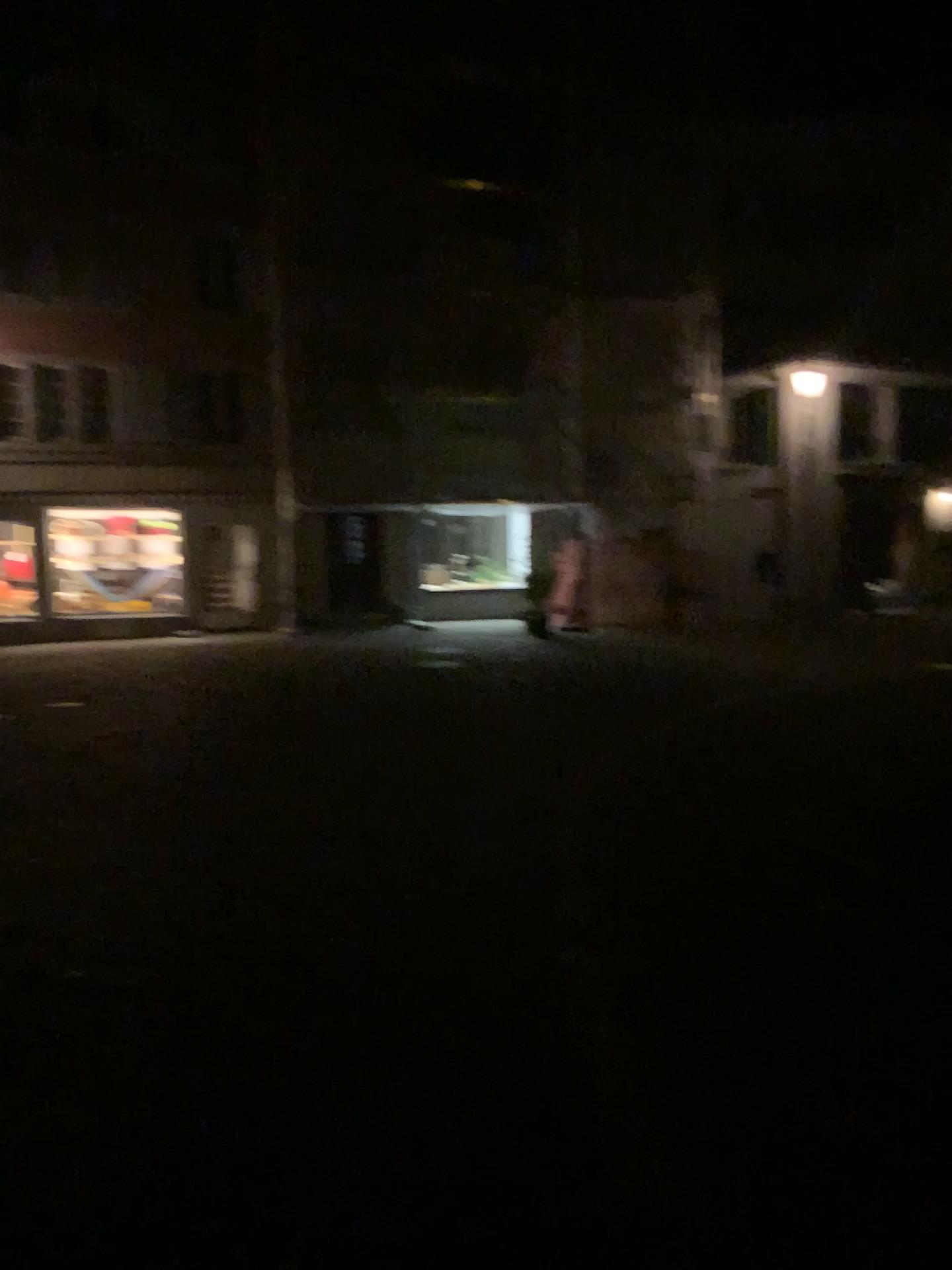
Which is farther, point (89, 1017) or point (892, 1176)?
Result: point (89, 1017)
